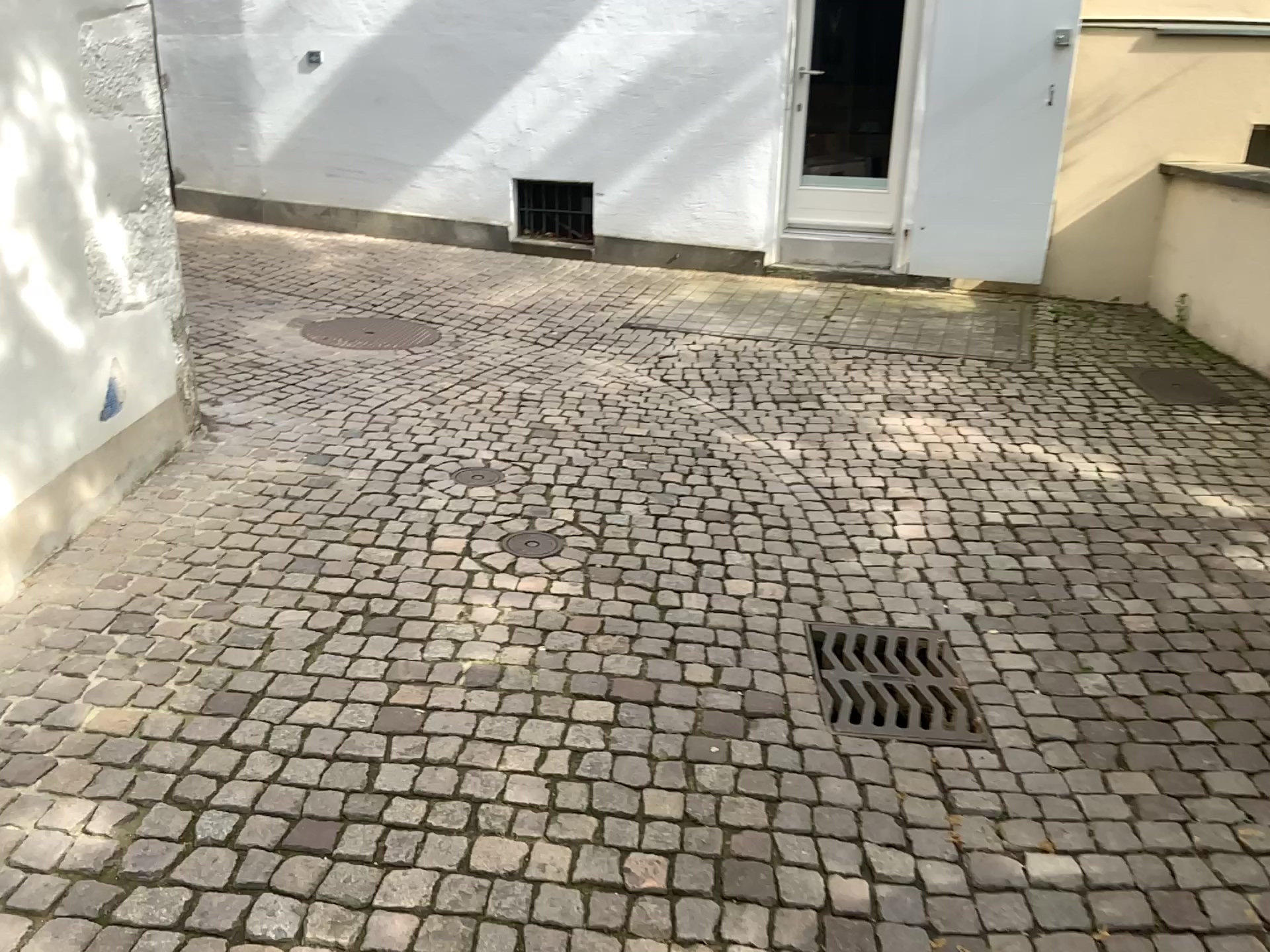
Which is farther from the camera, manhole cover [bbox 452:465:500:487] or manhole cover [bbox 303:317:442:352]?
manhole cover [bbox 303:317:442:352]

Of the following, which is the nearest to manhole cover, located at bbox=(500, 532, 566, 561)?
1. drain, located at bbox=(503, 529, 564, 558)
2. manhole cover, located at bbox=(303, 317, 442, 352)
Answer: drain, located at bbox=(503, 529, 564, 558)

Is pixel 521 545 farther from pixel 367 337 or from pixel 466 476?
pixel 367 337

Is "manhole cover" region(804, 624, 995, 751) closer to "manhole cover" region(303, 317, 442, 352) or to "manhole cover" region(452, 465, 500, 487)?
"manhole cover" region(452, 465, 500, 487)

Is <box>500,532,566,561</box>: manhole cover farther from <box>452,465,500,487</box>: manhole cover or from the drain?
<box>452,465,500,487</box>: manhole cover

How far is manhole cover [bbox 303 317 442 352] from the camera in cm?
557

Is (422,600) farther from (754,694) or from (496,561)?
(754,694)

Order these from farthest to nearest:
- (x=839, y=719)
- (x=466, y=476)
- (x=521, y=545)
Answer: (x=466, y=476) → (x=521, y=545) → (x=839, y=719)

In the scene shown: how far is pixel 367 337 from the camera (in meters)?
5.58

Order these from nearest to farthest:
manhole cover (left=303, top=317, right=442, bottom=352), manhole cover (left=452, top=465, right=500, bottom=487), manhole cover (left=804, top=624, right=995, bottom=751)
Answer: manhole cover (left=804, top=624, right=995, bottom=751)
manhole cover (left=452, top=465, right=500, bottom=487)
manhole cover (left=303, top=317, right=442, bottom=352)
